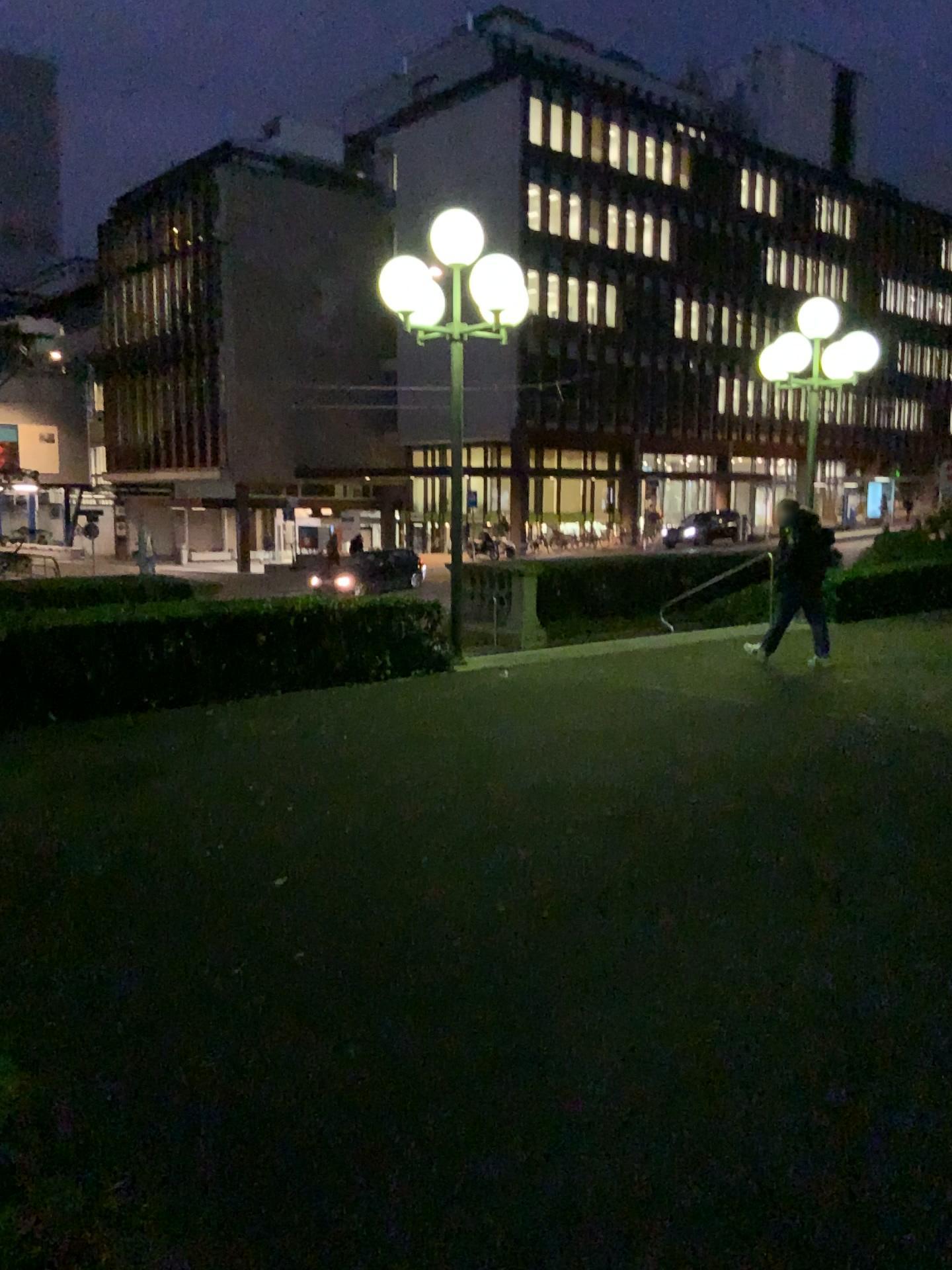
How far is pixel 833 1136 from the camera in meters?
2.7
